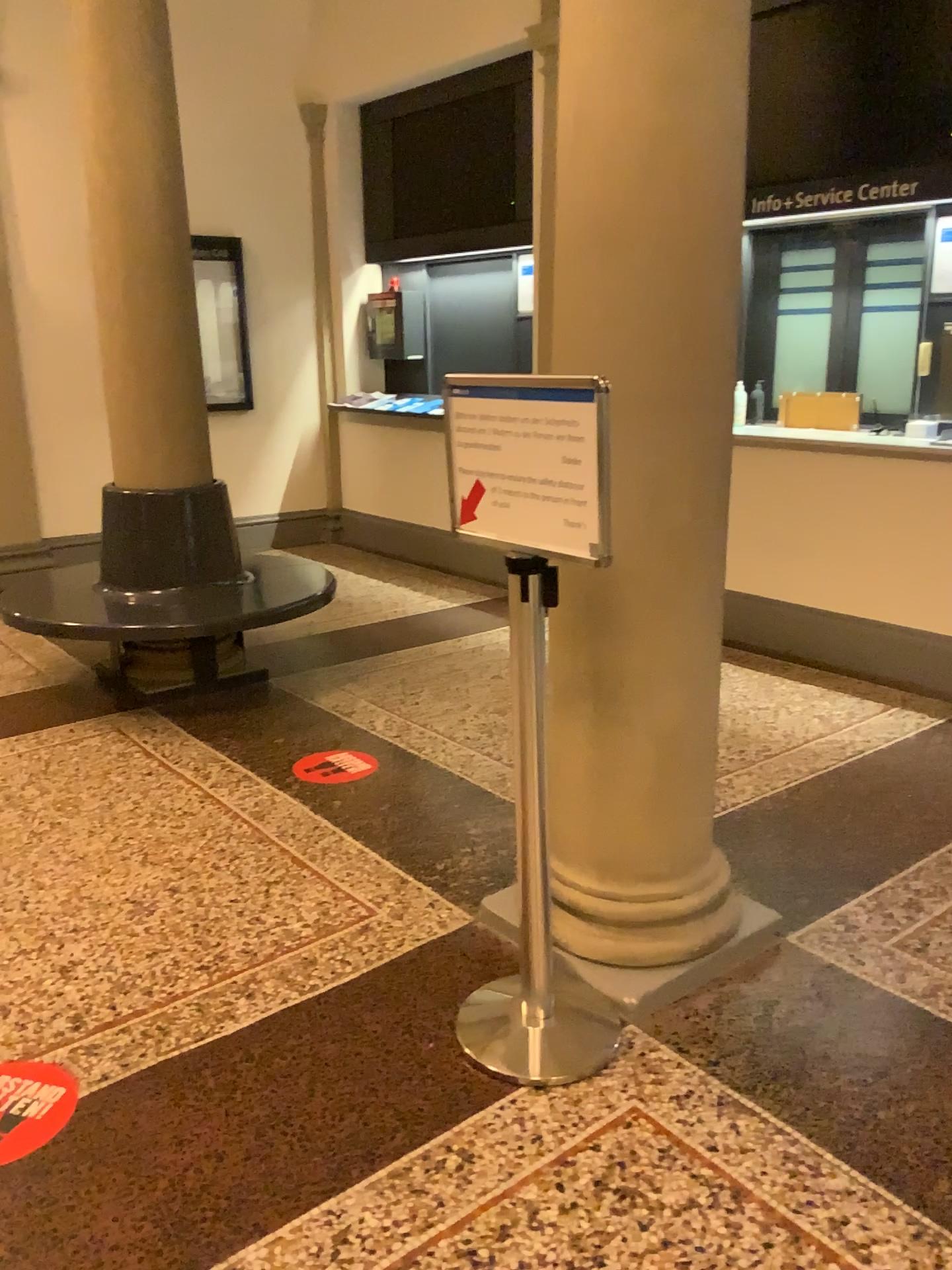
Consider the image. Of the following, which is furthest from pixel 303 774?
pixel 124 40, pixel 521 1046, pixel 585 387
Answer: pixel 124 40

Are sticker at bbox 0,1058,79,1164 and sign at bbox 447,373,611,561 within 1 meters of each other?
no

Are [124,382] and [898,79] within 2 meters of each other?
no

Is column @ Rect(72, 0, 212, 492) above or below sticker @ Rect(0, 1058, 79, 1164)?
above

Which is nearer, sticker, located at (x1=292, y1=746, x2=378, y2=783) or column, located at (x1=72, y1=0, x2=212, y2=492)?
sticker, located at (x1=292, y1=746, x2=378, y2=783)

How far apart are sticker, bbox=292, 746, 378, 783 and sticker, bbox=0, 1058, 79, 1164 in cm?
152

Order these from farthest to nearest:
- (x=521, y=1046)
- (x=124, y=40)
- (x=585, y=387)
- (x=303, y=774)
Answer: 1. (x=124, y=40)
2. (x=303, y=774)
3. (x=521, y=1046)
4. (x=585, y=387)

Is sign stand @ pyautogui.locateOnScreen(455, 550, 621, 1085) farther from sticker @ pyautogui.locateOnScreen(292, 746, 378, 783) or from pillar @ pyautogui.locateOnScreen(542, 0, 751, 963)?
sticker @ pyautogui.locateOnScreen(292, 746, 378, 783)

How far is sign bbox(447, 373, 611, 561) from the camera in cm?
180

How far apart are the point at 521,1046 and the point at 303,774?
1.63m
